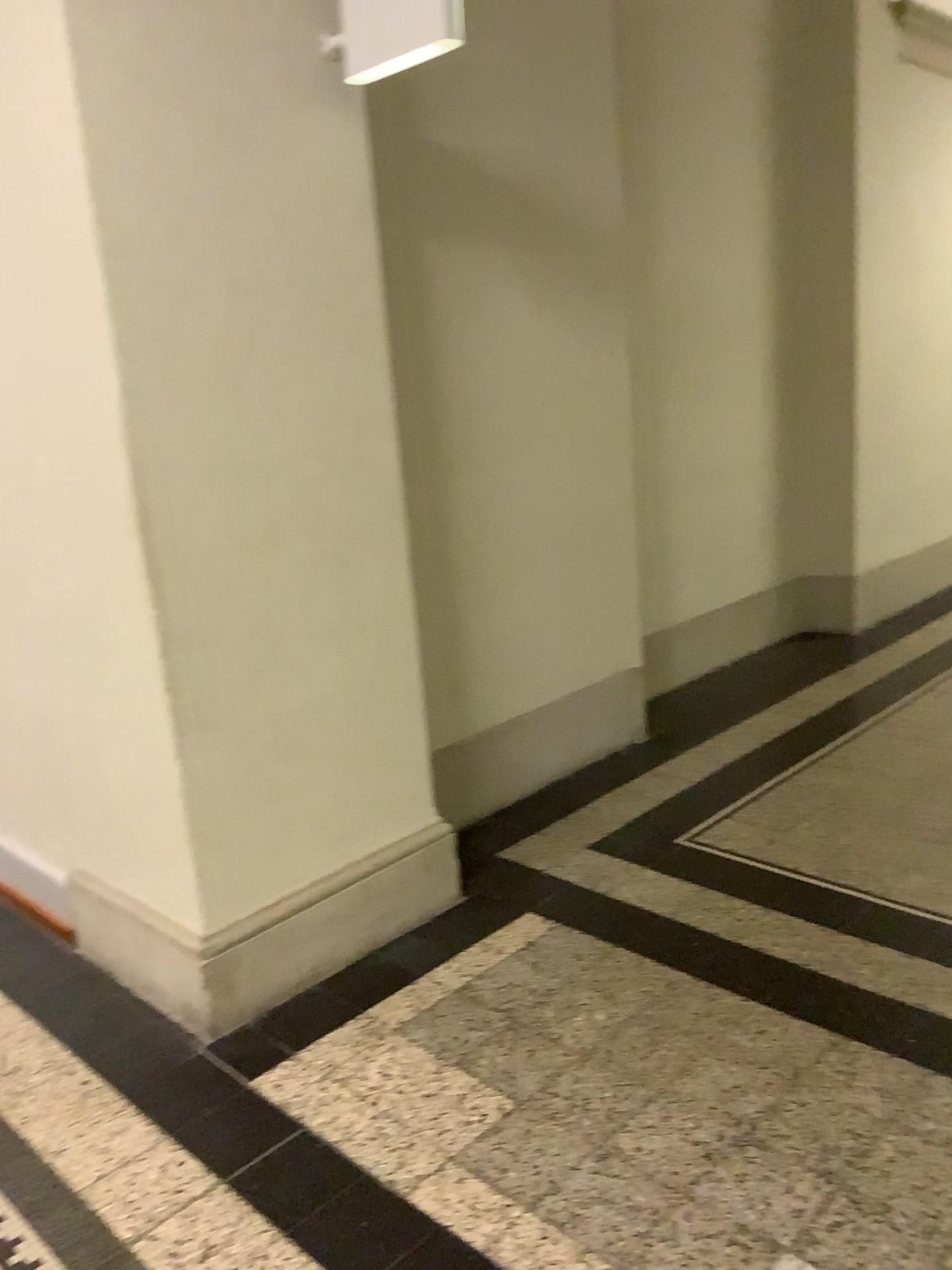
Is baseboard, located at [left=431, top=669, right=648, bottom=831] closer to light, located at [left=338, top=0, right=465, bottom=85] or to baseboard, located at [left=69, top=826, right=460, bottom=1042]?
baseboard, located at [left=69, top=826, right=460, bottom=1042]

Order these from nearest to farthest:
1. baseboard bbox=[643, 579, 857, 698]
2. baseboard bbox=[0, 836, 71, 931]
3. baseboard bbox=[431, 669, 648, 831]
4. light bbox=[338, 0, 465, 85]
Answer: light bbox=[338, 0, 465, 85] < baseboard bbox=[0, 836, 71, 931] < baseboard bbox=[431, 669, 648, 831] < baseboard bbox=[643, 579, 857, 698]

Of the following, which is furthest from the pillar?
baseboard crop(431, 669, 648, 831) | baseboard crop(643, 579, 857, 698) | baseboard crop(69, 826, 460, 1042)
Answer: baseboard crop(643, 579, 857, 698)

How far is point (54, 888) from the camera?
3.10m

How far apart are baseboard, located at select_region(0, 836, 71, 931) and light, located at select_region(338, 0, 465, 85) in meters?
2.3 m

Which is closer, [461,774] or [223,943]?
[223,943]

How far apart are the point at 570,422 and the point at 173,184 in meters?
1.8 m

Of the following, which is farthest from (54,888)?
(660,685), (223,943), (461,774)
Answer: (660,685)

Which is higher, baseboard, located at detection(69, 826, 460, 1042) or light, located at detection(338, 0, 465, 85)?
light, located at detection(338, 0, 465, 85)

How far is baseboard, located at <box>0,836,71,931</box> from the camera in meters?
3.1
